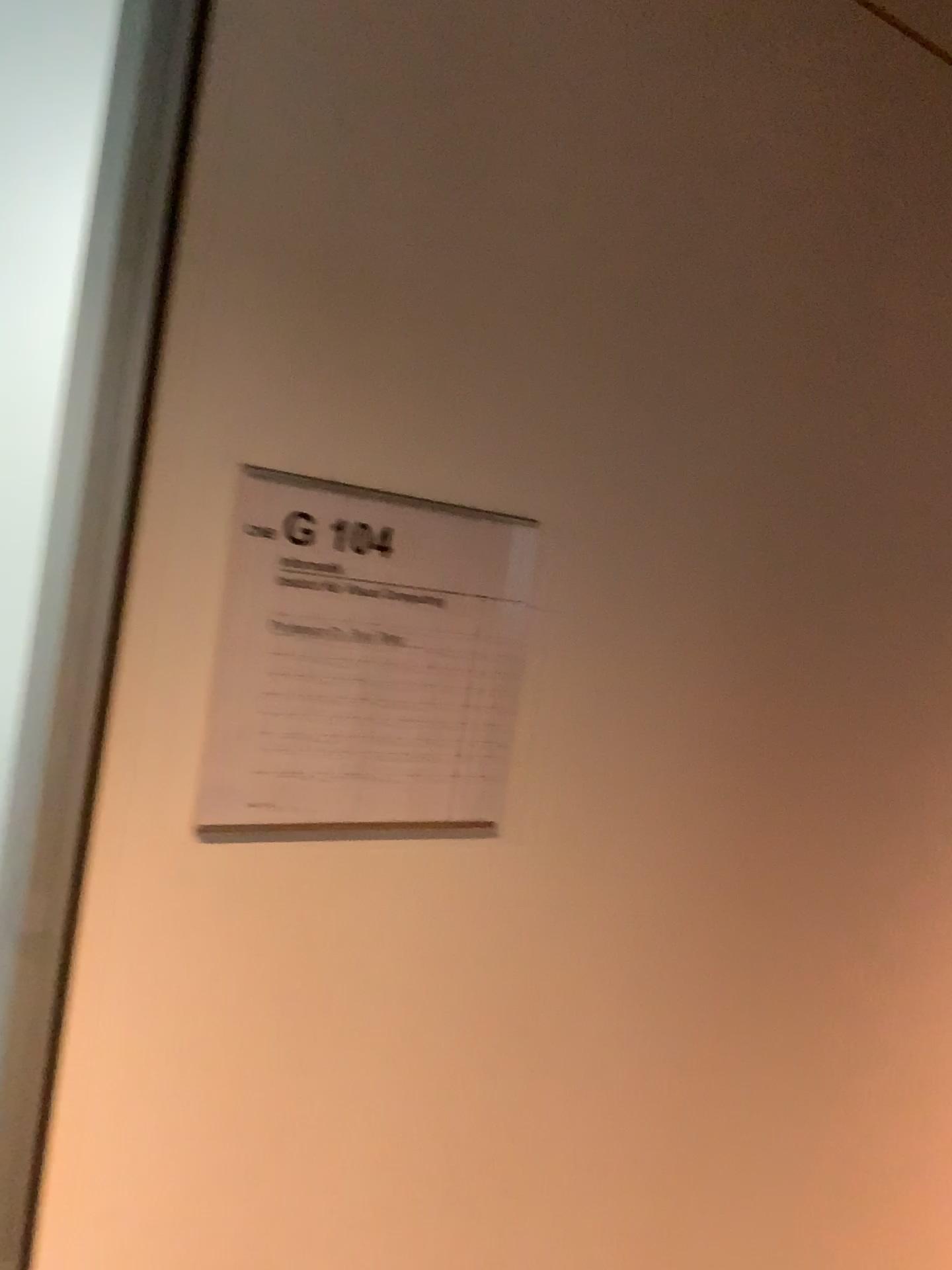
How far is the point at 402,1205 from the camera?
0.74m

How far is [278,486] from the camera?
0.6 meters

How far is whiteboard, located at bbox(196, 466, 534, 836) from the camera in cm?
62
